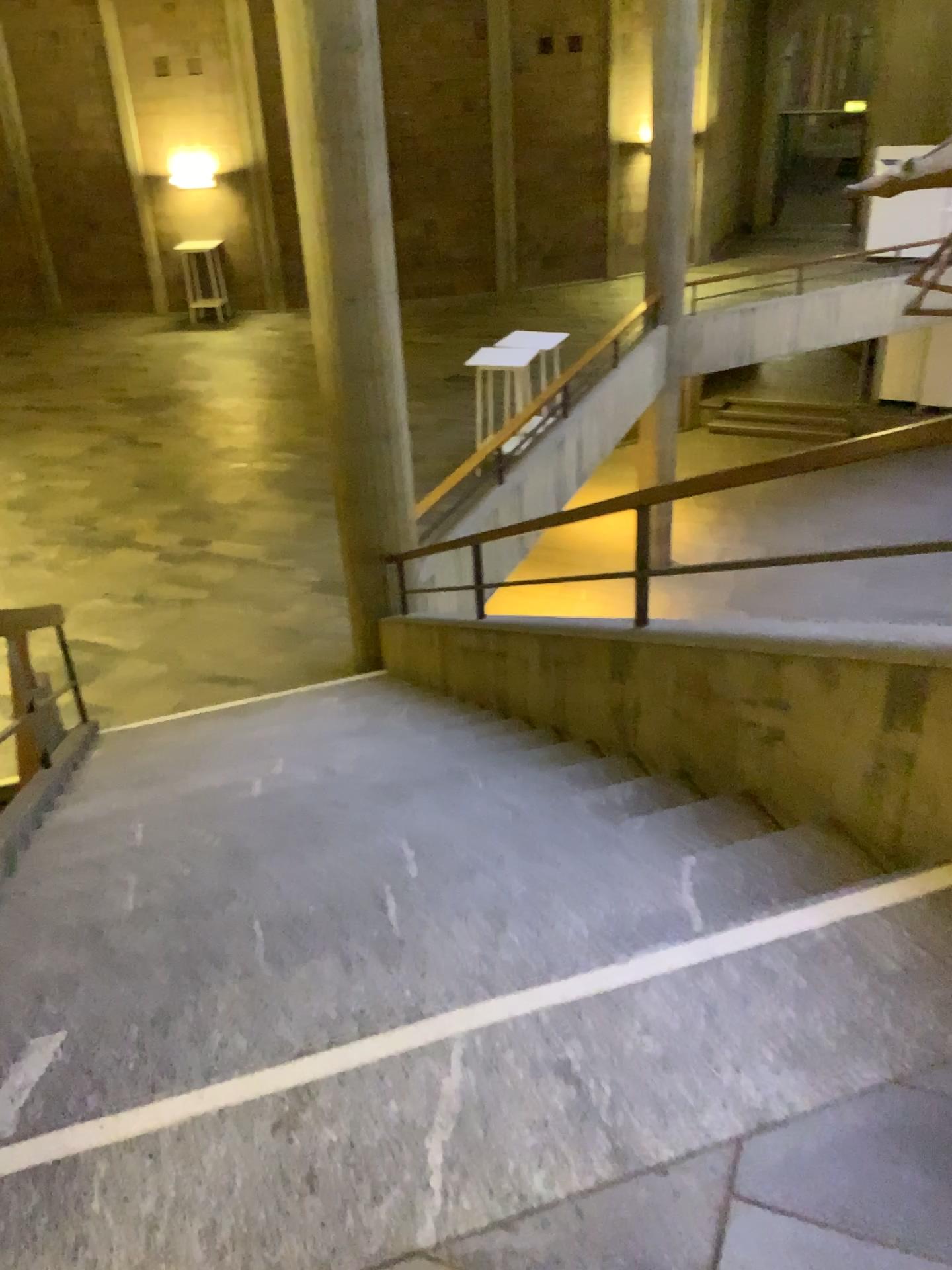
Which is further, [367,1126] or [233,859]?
[233,859]
